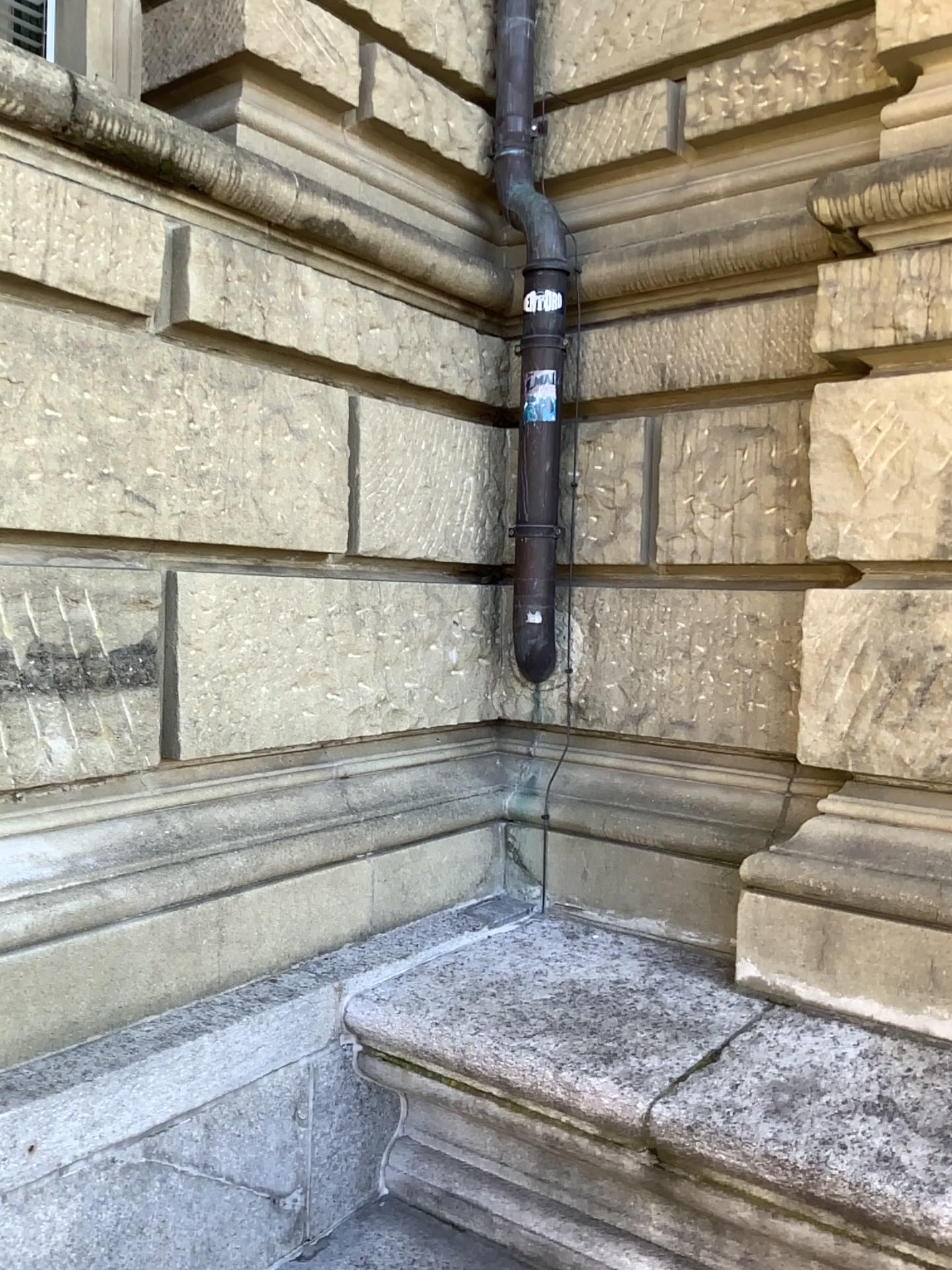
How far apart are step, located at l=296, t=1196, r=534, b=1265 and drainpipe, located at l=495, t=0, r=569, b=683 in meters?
1.5 m

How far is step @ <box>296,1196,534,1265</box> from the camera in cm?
248

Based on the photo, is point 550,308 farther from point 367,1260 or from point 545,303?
point 367,1260

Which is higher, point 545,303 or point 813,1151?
point 545,303

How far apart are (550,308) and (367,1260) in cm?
266

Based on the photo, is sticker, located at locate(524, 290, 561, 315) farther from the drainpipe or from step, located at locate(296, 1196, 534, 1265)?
step, located at locate(296, 1196, 534, 1265)

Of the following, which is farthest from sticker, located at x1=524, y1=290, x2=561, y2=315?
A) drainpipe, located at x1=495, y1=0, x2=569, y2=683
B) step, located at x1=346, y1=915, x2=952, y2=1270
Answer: step, located at x1=346, y1=915, x2=952, y2=1270

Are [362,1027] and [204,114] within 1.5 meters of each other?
no

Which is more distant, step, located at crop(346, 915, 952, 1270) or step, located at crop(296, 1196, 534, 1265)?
step, located at crop(296, 1196, 534, 1265)

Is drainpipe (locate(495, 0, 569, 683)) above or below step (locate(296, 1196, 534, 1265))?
above
